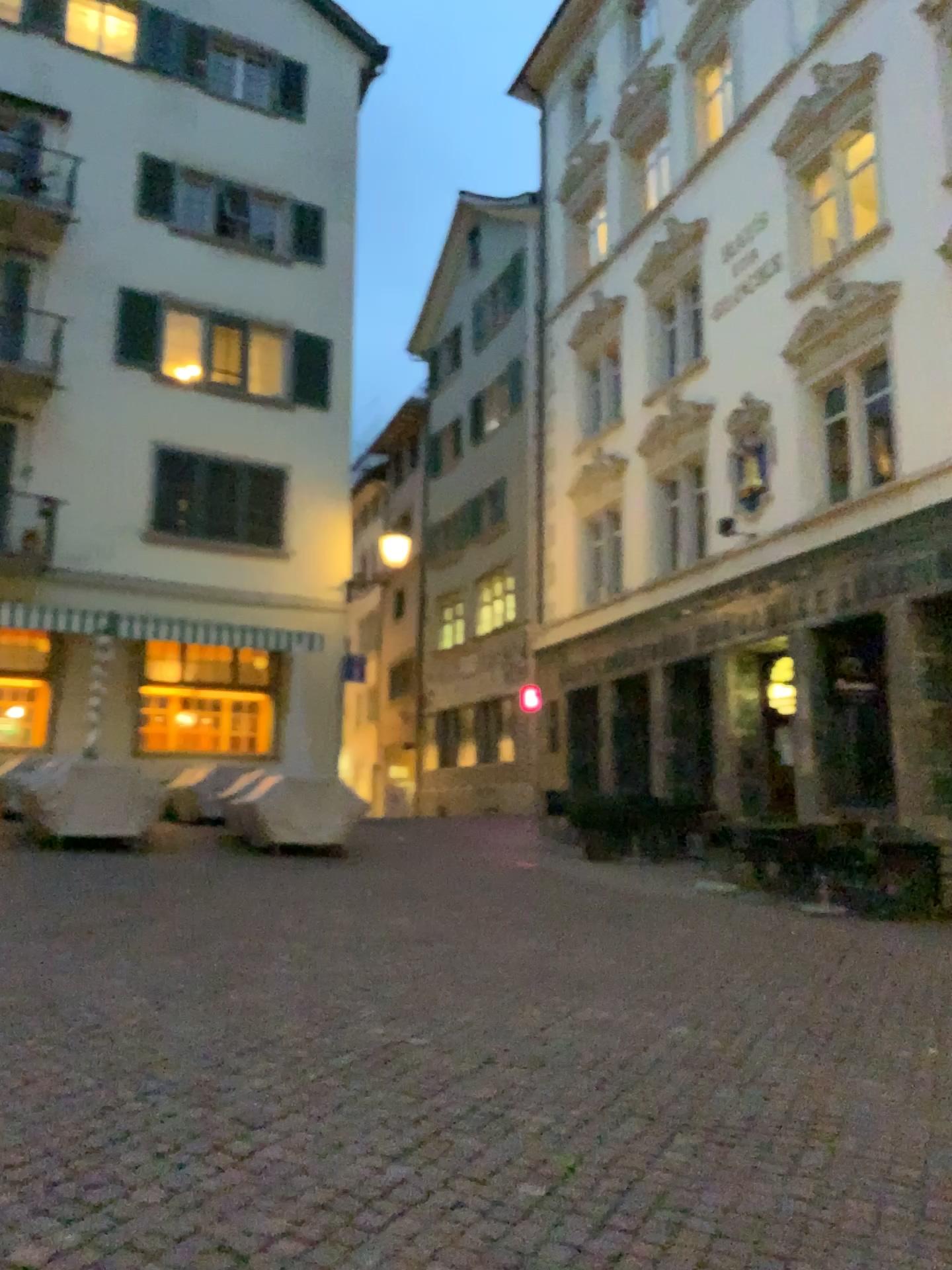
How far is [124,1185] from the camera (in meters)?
3.19
